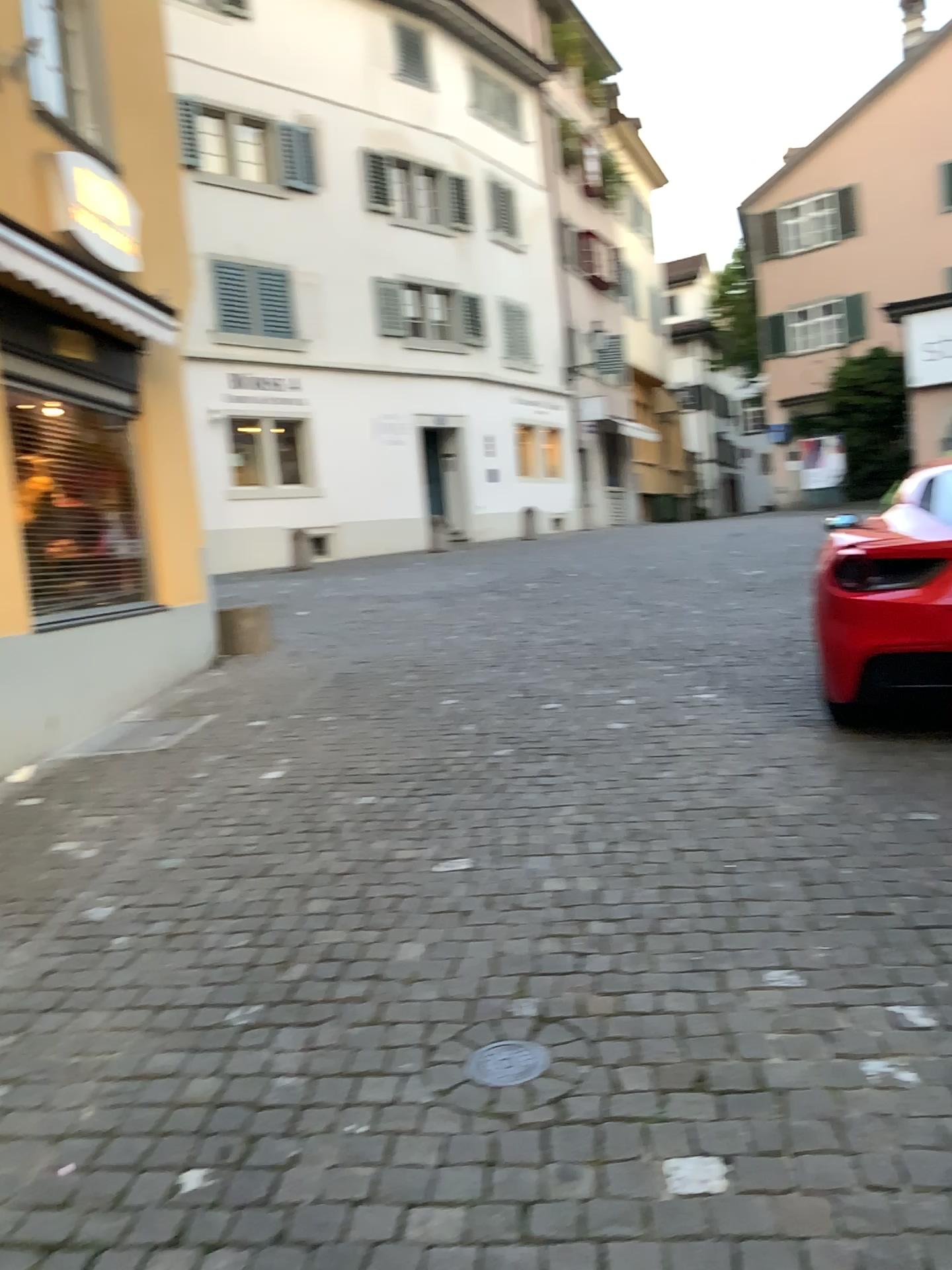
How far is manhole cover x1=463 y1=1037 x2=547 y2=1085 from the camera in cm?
239

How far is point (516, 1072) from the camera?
2.4 meters

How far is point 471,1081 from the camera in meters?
2.4
